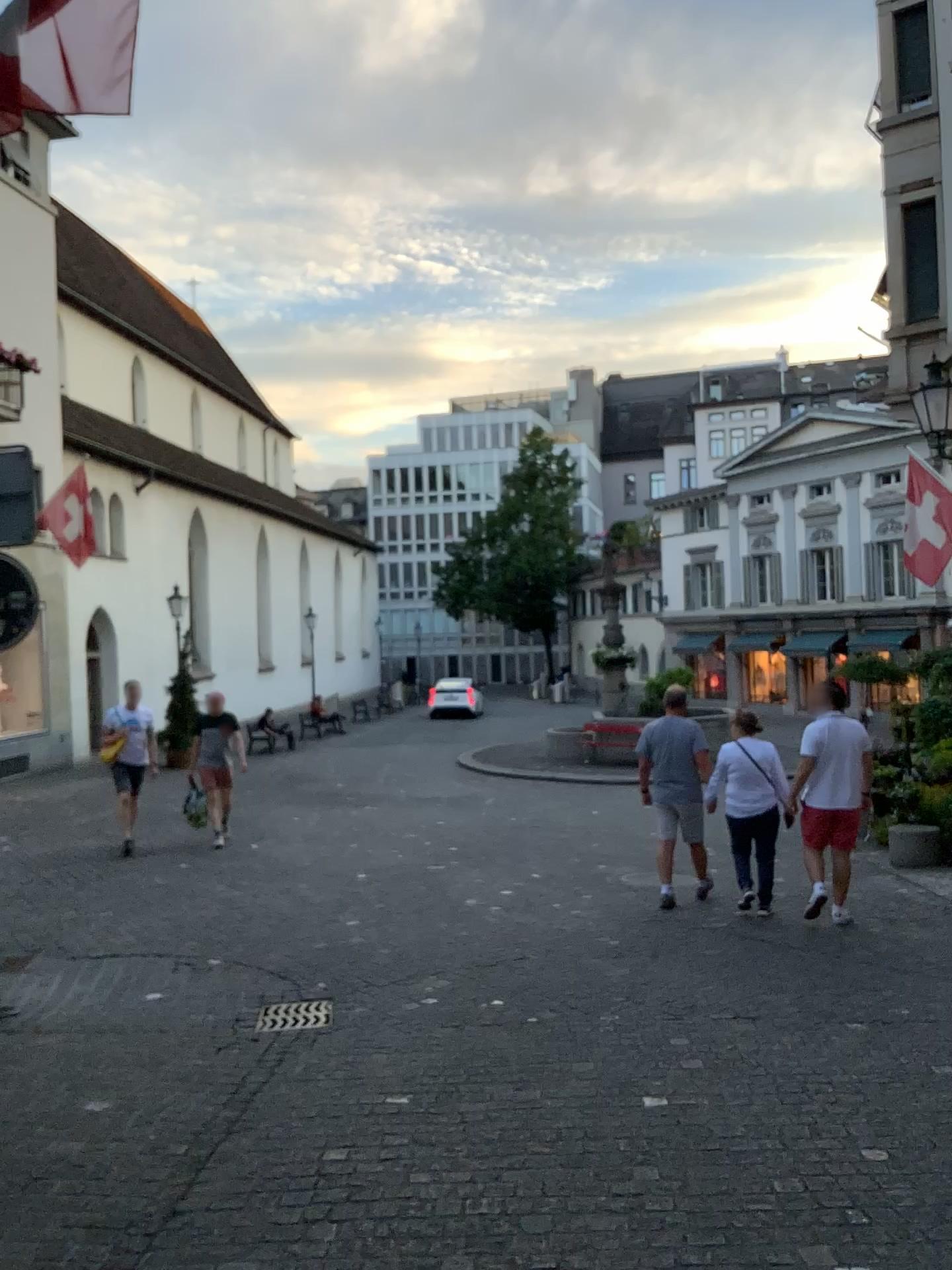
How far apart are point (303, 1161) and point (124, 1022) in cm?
192

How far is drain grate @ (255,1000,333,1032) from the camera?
5.1m

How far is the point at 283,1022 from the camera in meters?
5.1 m
